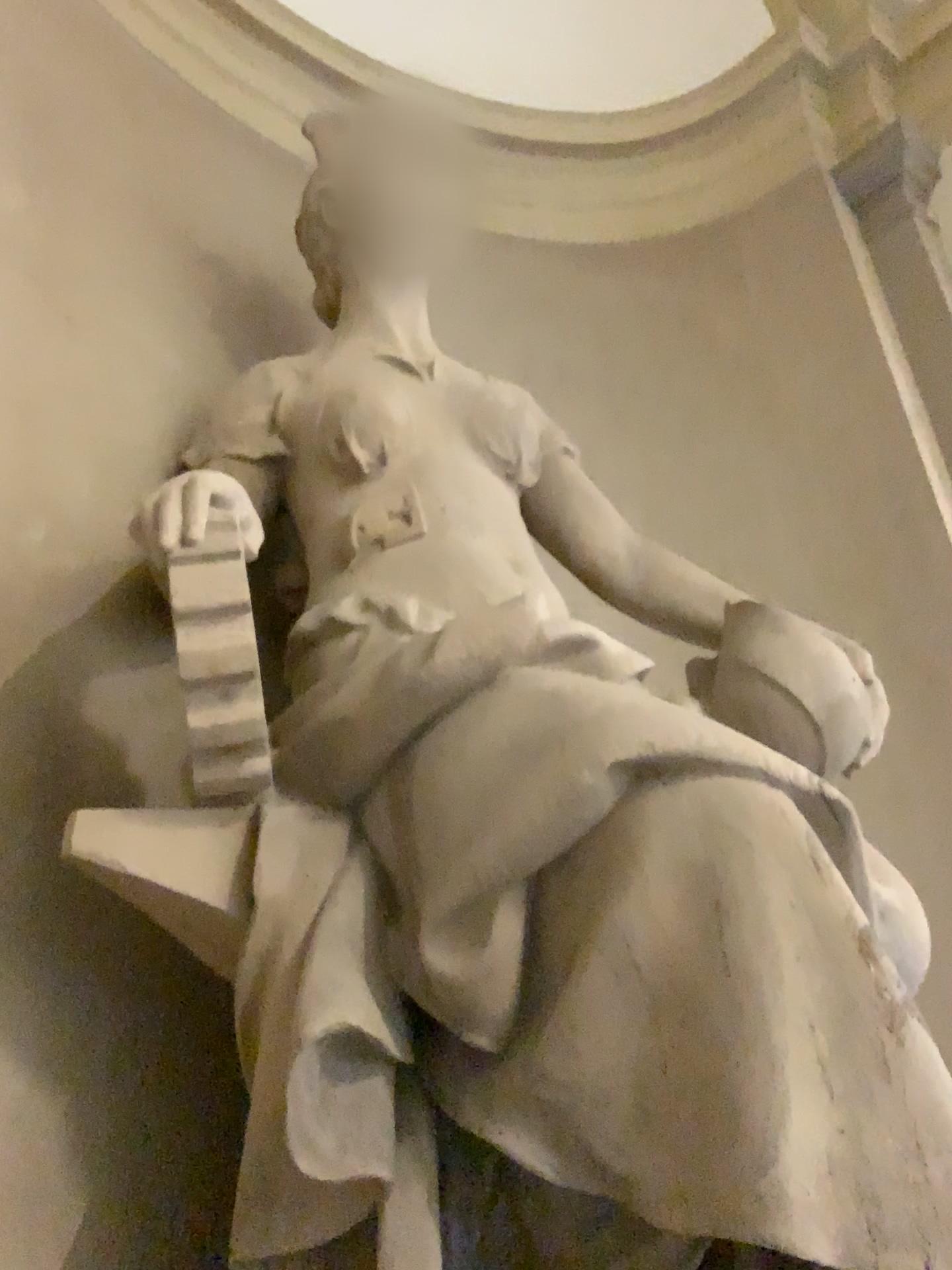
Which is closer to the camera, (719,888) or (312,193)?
(719,888)
